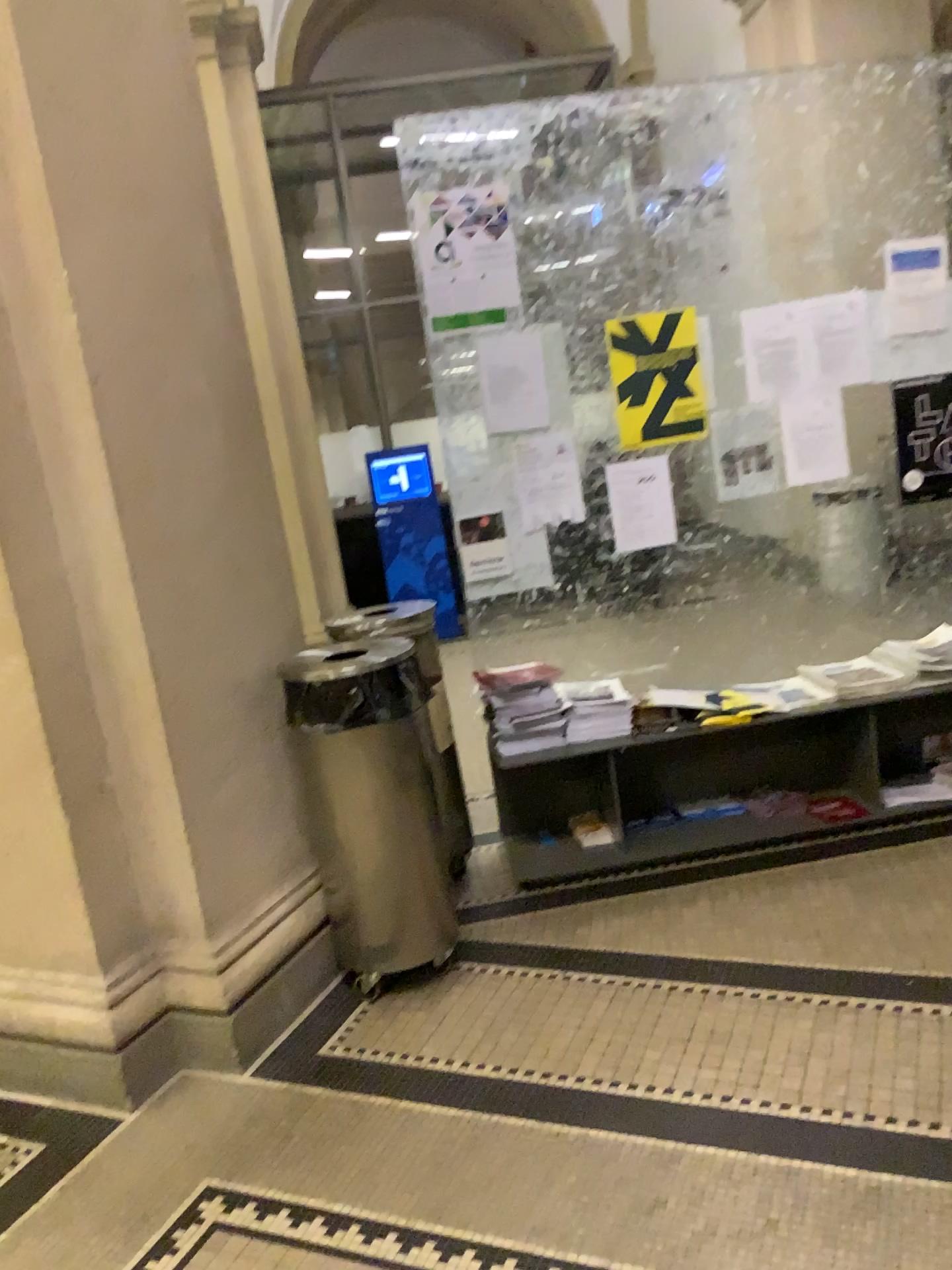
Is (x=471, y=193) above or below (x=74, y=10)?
below

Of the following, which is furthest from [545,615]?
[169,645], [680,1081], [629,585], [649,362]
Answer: [680,1081]

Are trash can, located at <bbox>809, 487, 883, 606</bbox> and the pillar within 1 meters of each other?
no

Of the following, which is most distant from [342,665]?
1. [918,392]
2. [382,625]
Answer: [918,392]

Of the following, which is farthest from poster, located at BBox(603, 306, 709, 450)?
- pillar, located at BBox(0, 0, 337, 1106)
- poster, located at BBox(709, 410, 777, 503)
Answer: pillar, located at BBox(0, 0, 337, 1106)

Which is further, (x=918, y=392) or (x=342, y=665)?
(x=918, y=392)

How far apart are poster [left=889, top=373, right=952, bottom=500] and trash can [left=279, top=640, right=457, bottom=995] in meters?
2.0

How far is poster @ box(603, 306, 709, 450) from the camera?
3.4 meters

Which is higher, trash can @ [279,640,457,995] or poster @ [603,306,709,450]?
poster @ [603,306,709,450]

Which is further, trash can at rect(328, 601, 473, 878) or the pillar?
trash can at rect(328, 601, 473, 878)
